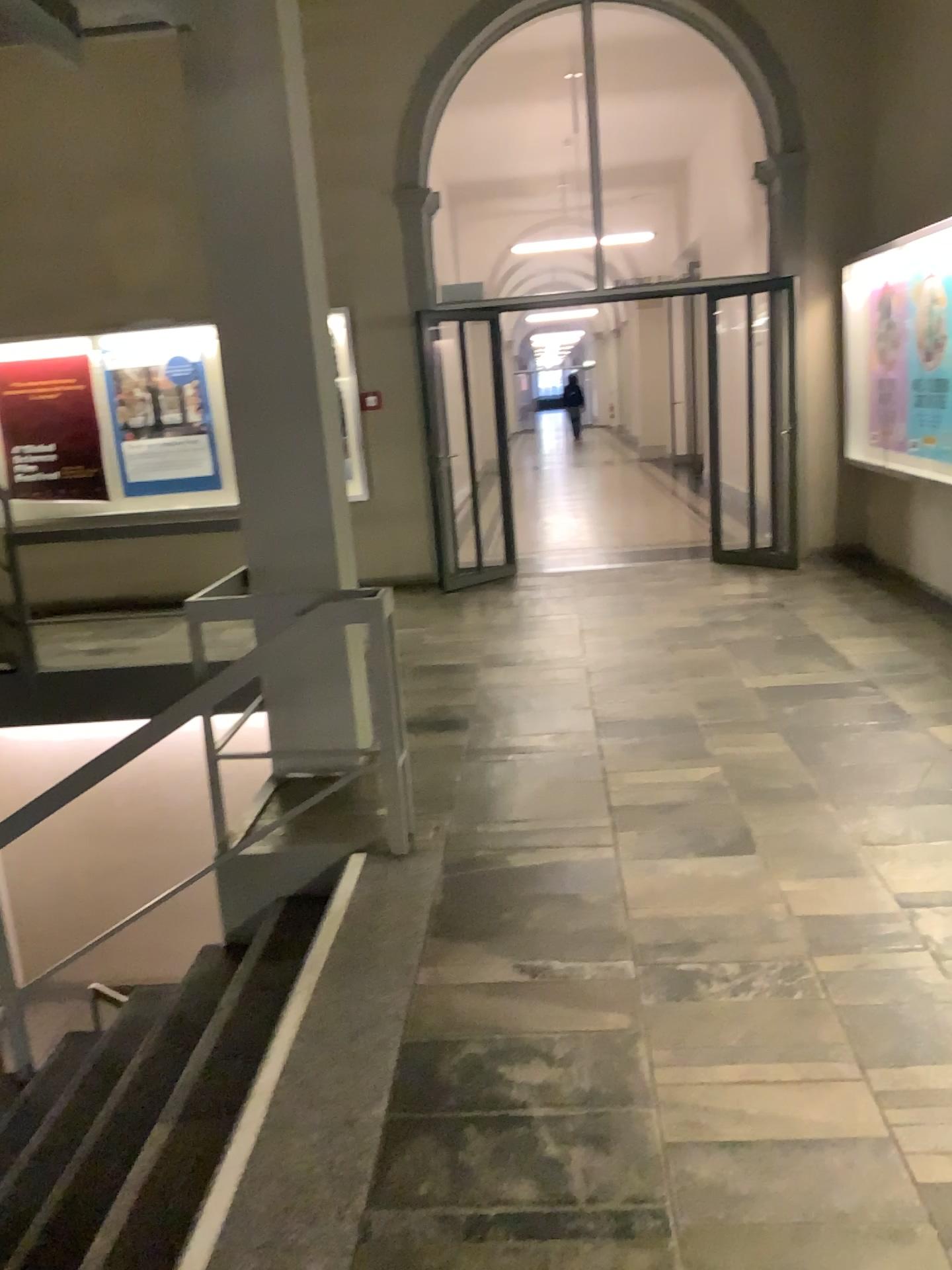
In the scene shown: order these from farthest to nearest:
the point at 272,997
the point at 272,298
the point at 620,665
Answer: the point at 620,665 → the point at 272,298 → the point at 272,997
